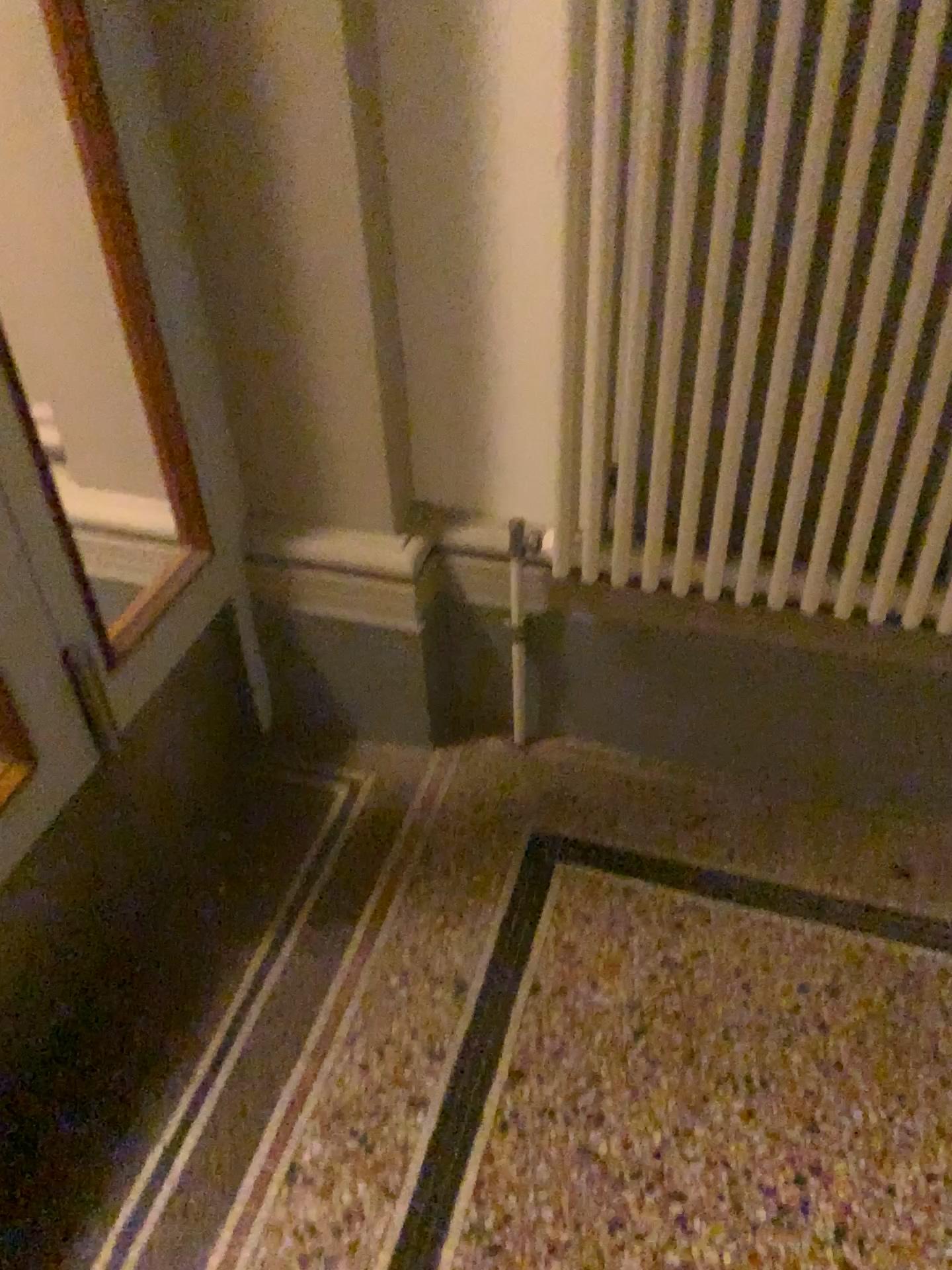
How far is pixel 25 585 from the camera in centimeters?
127cm

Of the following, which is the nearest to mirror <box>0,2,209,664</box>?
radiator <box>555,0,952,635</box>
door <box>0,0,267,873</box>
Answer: door <box>0,0,267,873</box>

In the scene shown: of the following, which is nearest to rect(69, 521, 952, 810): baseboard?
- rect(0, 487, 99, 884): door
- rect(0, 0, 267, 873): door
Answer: rect(0, 0, 267, 873): door

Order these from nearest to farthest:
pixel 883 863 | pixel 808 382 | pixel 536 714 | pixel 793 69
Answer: pixel 793 69 < pixel 808 382 < pixel 883 863 < pixel 536 714

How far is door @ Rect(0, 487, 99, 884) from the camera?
1.3 meters

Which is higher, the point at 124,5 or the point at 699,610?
the point at 124,5

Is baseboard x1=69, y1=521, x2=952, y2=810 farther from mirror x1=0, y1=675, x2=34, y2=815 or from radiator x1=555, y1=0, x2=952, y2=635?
mirror x1=0, y1=675, x2=34, y2=815

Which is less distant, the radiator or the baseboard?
the radiator

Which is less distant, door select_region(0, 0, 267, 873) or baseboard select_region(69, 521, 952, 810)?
door select_region(0, 0, 267, 873)

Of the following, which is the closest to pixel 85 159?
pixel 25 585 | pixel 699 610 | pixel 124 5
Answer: pixel 124 5
